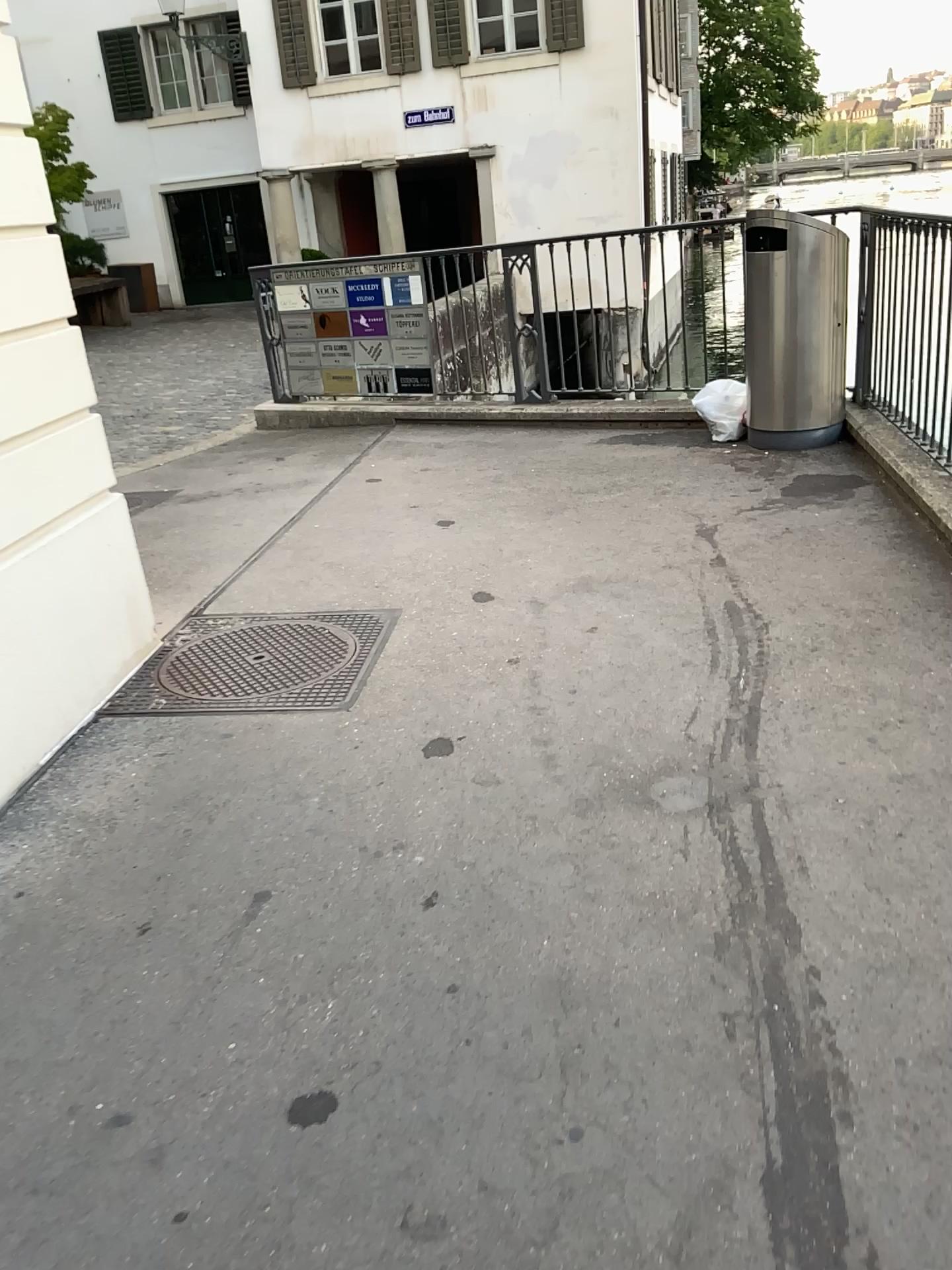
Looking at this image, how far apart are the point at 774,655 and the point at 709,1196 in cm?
189

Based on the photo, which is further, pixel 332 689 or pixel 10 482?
pixel 332 689

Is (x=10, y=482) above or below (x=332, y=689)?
above

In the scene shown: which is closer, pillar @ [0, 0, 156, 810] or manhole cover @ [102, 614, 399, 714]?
pillar @ [0, 0, 156, 810]
